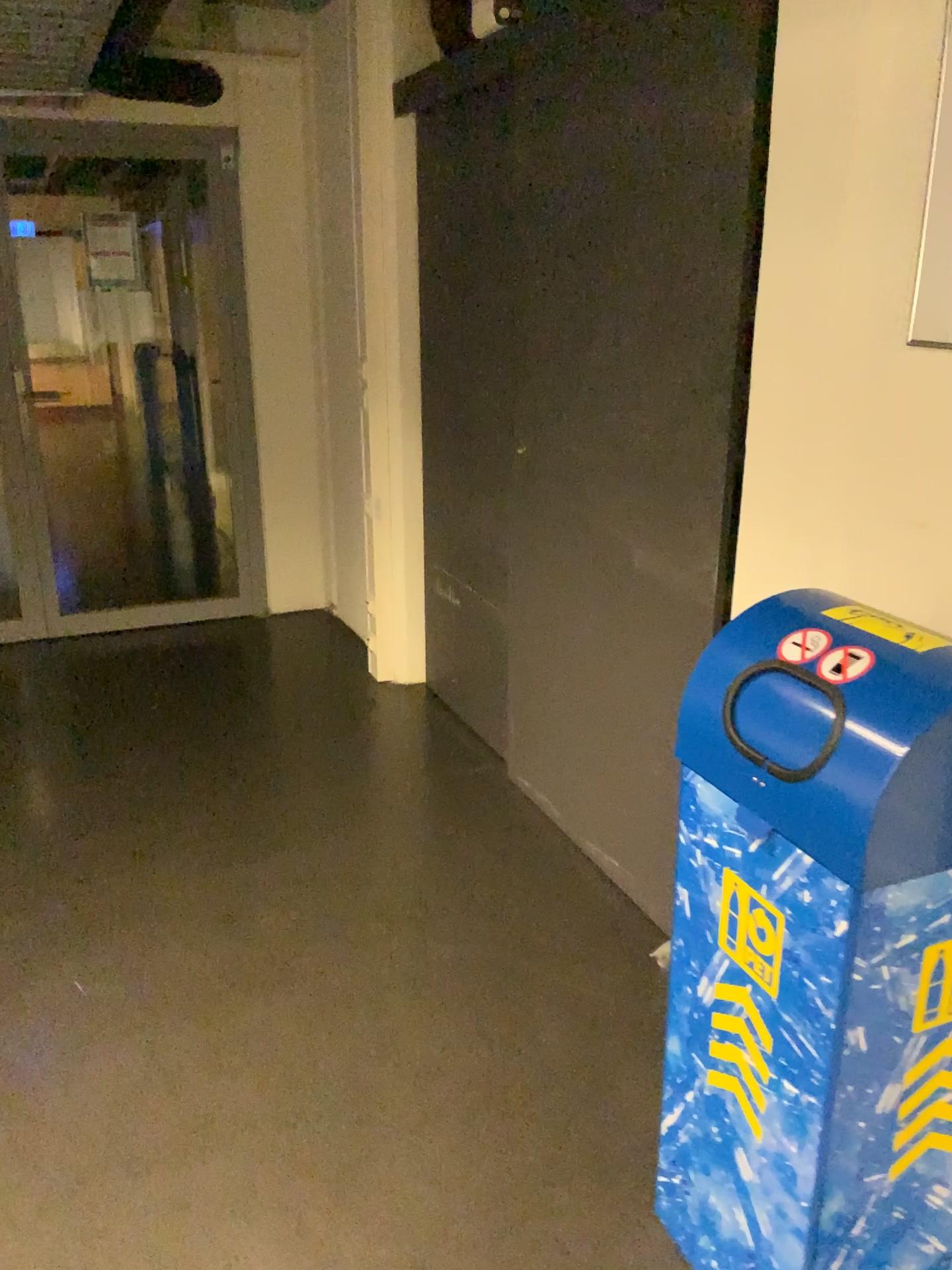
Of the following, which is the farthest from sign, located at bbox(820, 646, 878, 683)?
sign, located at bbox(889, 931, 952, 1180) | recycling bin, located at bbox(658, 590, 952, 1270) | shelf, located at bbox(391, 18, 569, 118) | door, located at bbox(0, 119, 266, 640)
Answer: door, located at bbox(0, 119, 266, 640)

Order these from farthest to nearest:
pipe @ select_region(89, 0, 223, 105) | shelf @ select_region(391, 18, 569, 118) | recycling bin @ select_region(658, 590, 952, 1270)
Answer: pipe @ select_region(89, 0, 223, 105) → shelf @ select_region(391, 18, 569, 118) → recycling bin @ select_region(658, 590, 952, 1270)

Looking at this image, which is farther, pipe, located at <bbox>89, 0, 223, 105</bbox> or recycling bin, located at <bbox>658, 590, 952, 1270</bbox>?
pipe, located at <bbox>89, 0, 223, 105</bbox>

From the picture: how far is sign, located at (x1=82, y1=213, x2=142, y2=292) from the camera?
4.3m

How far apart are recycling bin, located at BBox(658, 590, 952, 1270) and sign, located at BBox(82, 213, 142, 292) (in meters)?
3.71

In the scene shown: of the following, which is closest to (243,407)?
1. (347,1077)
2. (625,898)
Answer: (625,898)

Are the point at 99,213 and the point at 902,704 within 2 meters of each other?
no

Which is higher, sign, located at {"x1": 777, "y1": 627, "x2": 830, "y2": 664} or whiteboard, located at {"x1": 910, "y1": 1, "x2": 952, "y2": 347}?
whiteboard, located at {"x1": 910, "y1": 1, "x2": 952, "y2": 347}

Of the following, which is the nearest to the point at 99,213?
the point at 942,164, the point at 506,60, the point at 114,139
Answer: the point at 114,139

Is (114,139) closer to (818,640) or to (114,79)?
(114,79)
